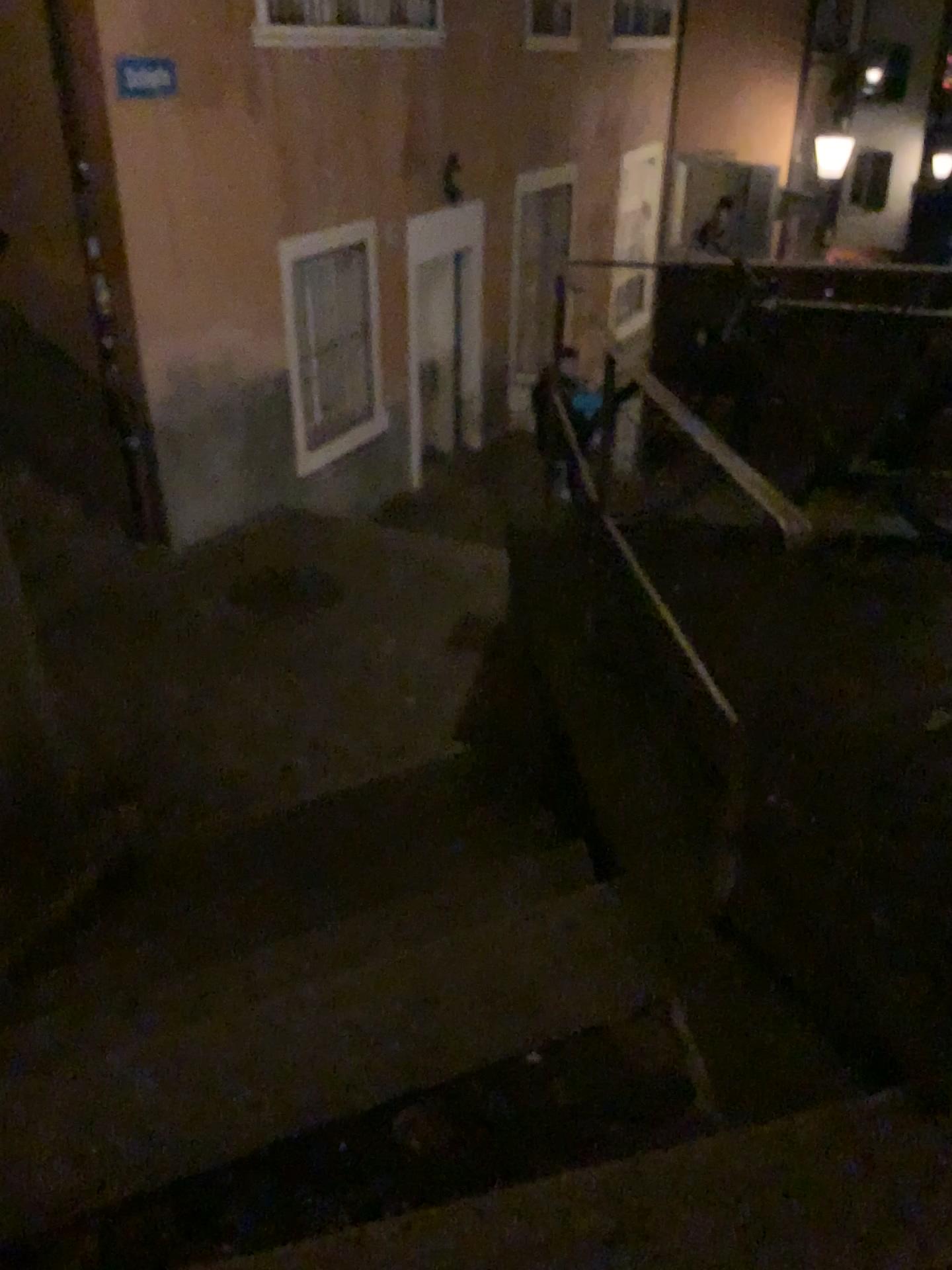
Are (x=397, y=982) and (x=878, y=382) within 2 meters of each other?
no
